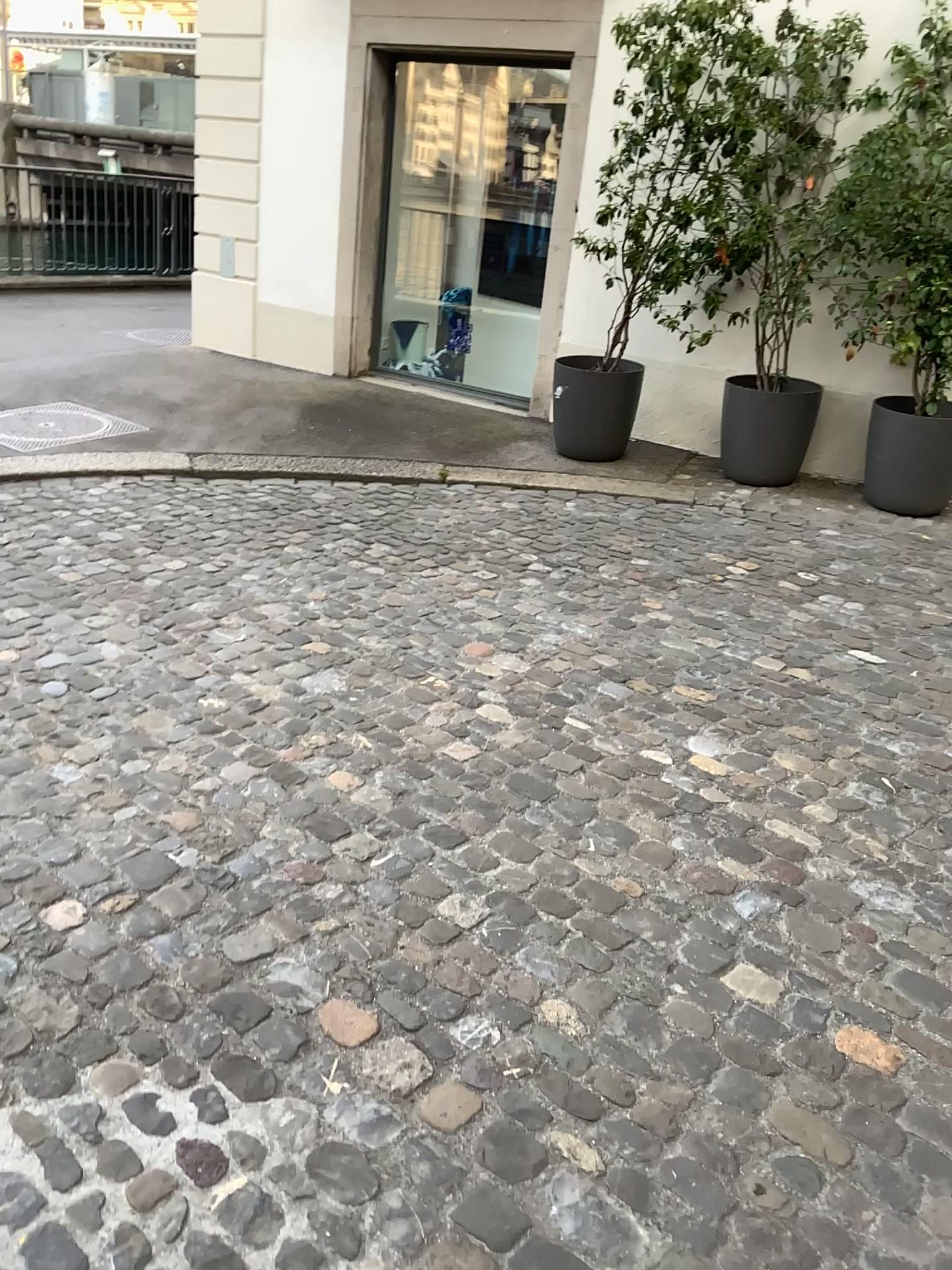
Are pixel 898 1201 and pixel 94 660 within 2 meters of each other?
no
